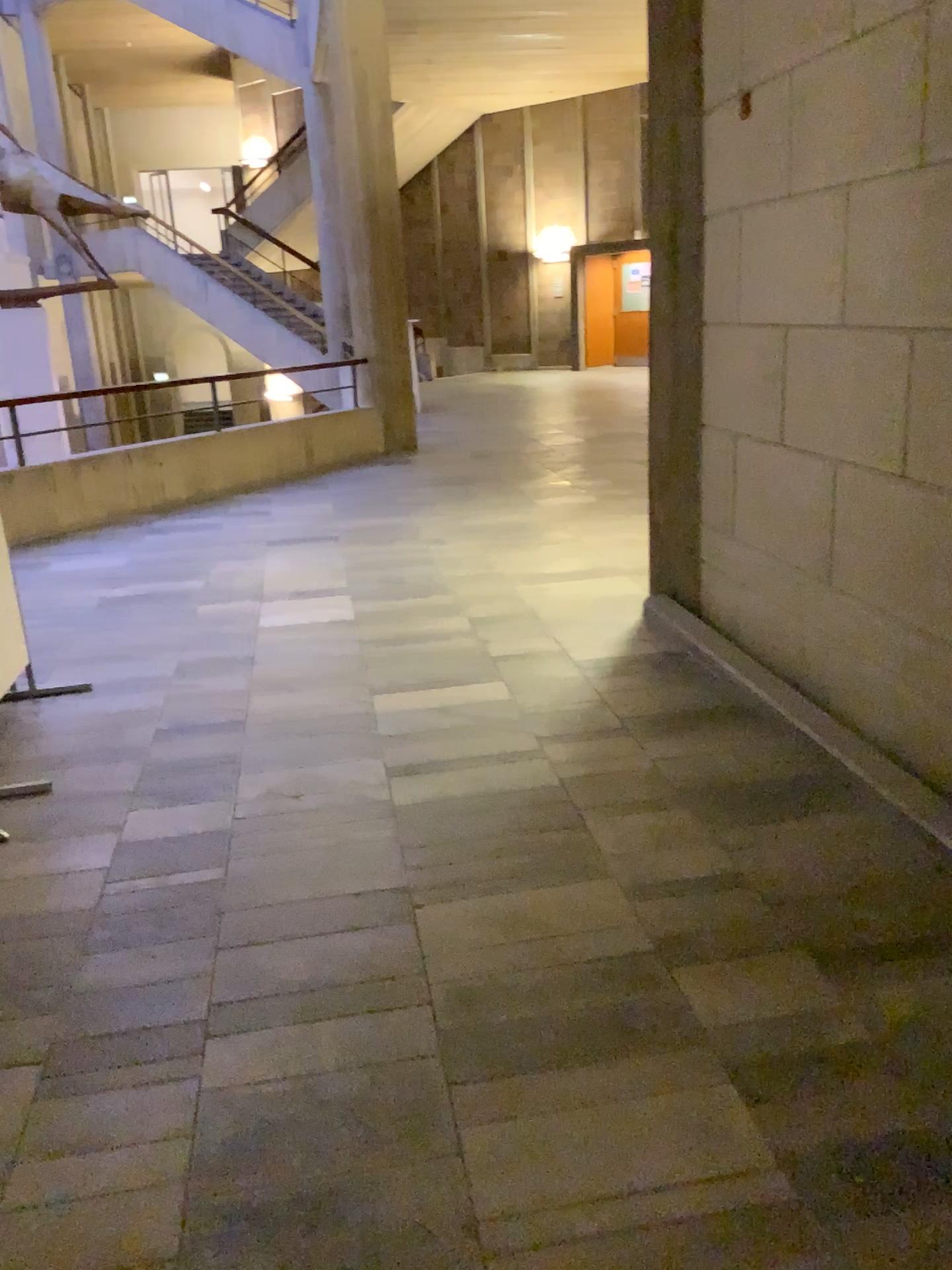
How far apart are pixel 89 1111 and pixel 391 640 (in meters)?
2.70
